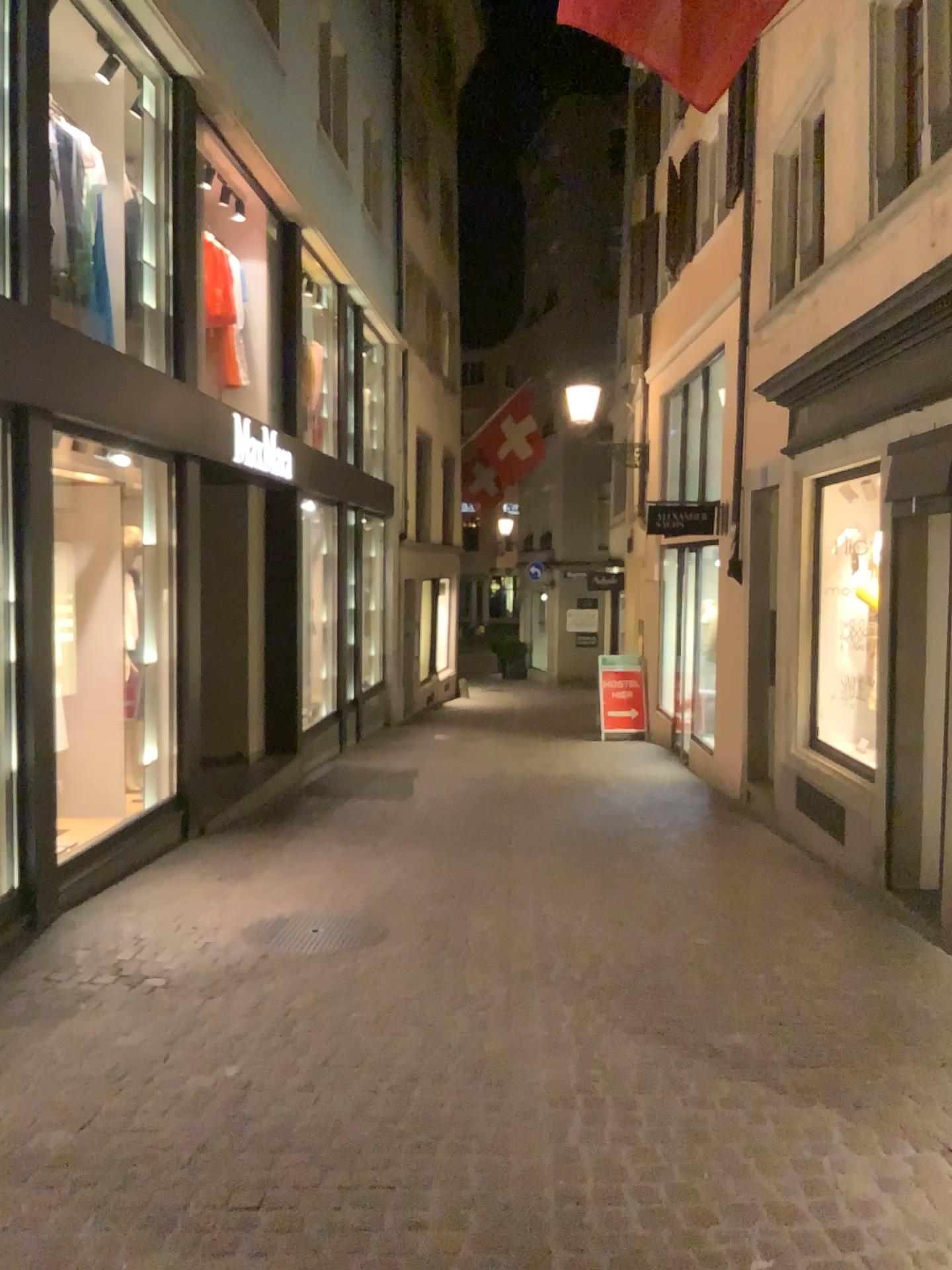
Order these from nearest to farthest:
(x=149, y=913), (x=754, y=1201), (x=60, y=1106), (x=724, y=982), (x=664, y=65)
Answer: (x=754, y=1201) < (x=60, y=1106) < (x=664, y=65) < (x=724, y=982) < (x=149, y=913)

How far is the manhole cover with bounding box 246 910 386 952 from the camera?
5.0m

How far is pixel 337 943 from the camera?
4.98m
